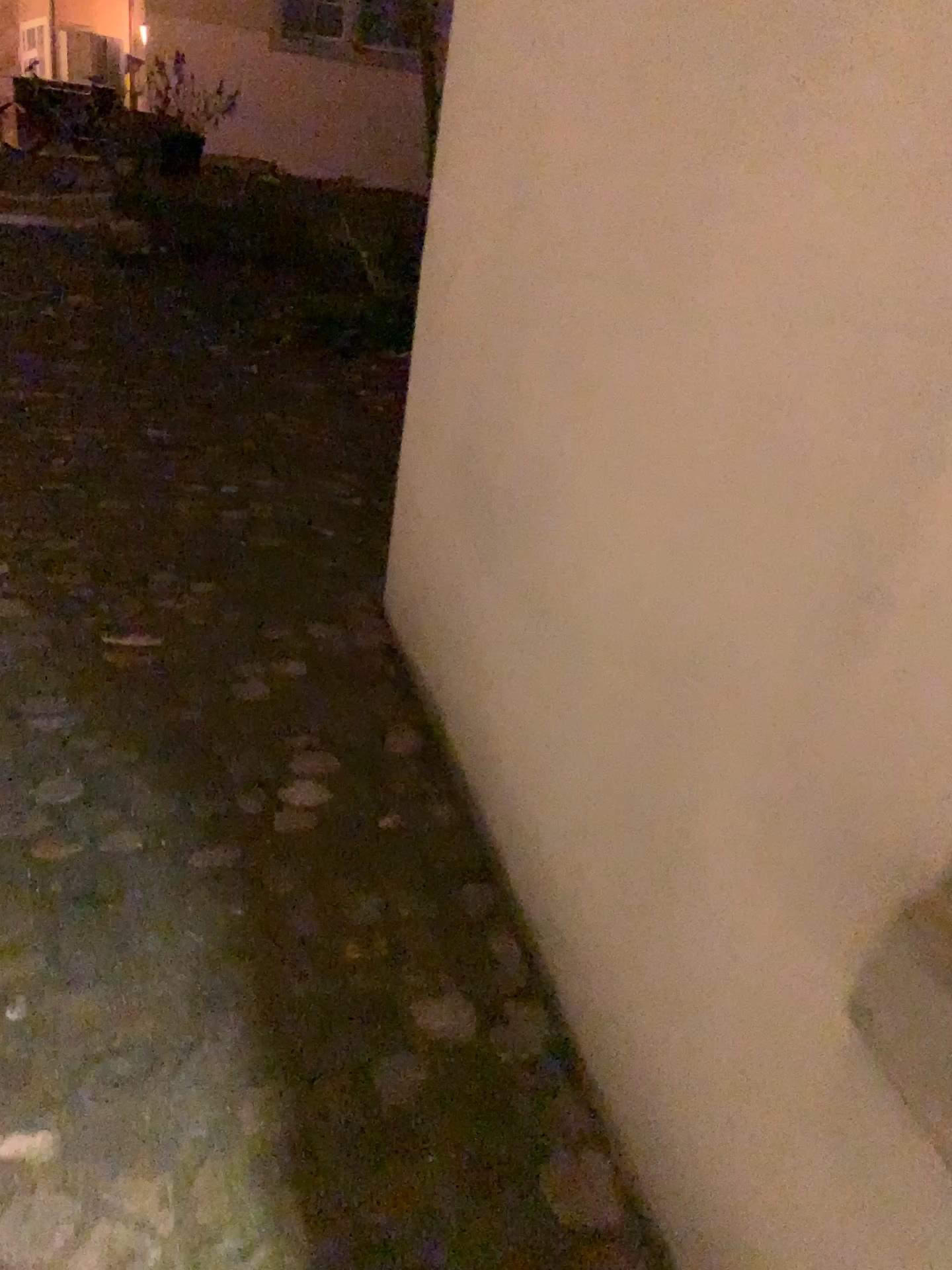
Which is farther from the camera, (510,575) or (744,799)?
(510,575)
